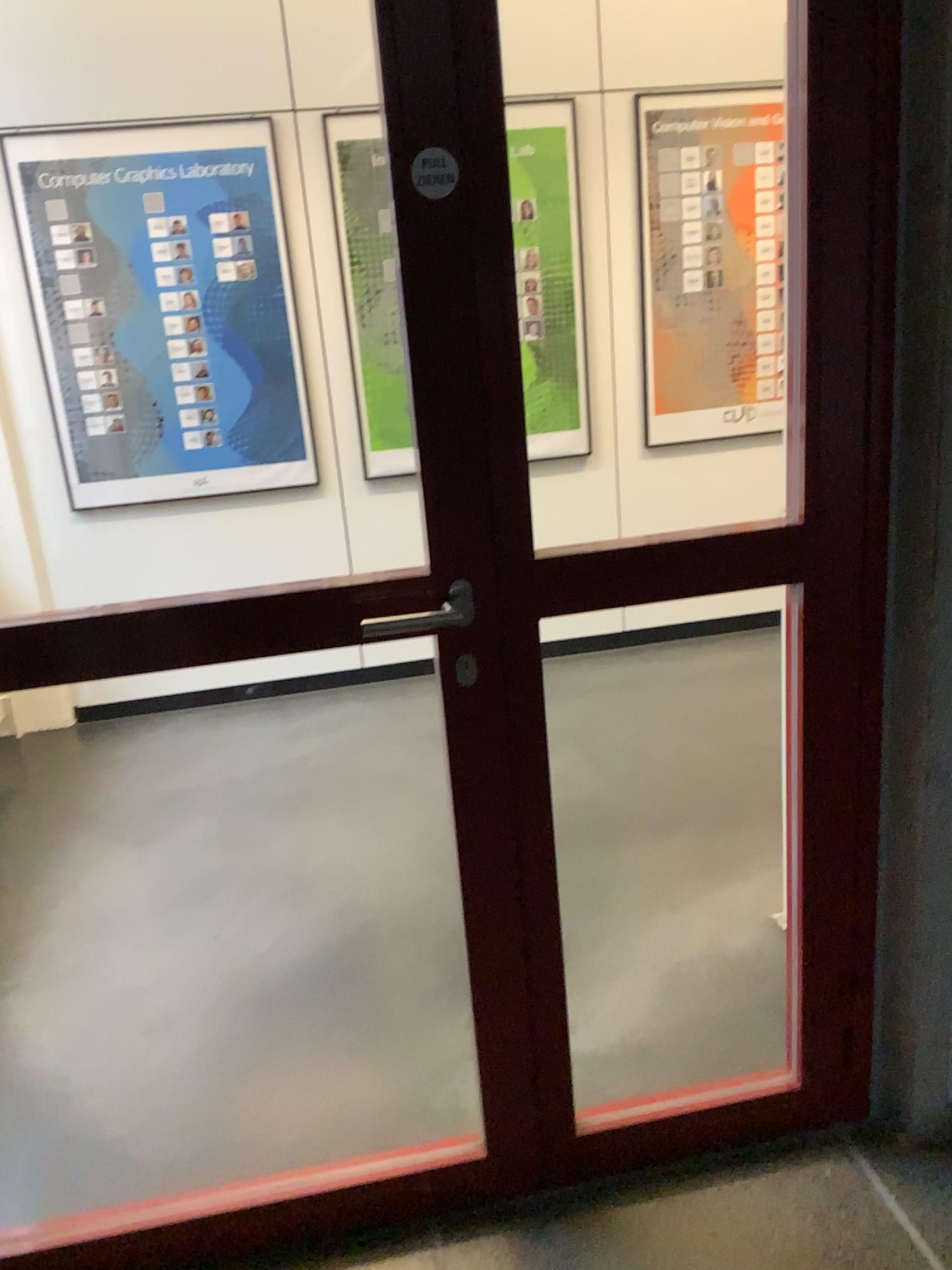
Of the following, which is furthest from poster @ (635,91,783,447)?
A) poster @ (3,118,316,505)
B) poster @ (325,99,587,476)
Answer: poster @ (3,118,316,505)

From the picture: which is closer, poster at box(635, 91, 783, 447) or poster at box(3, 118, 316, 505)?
poster at box(3, 118, 316, 505)

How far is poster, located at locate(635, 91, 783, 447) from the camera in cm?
395

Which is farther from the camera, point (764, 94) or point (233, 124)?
point (764, 94)

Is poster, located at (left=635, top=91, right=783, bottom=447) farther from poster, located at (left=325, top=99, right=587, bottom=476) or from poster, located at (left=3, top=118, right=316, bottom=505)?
poster, located at (left=3, top=118, right=316, bottom=505)

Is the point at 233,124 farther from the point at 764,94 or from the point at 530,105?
the point at 764,94

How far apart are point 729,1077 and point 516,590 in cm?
114

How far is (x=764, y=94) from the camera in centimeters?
395cm
